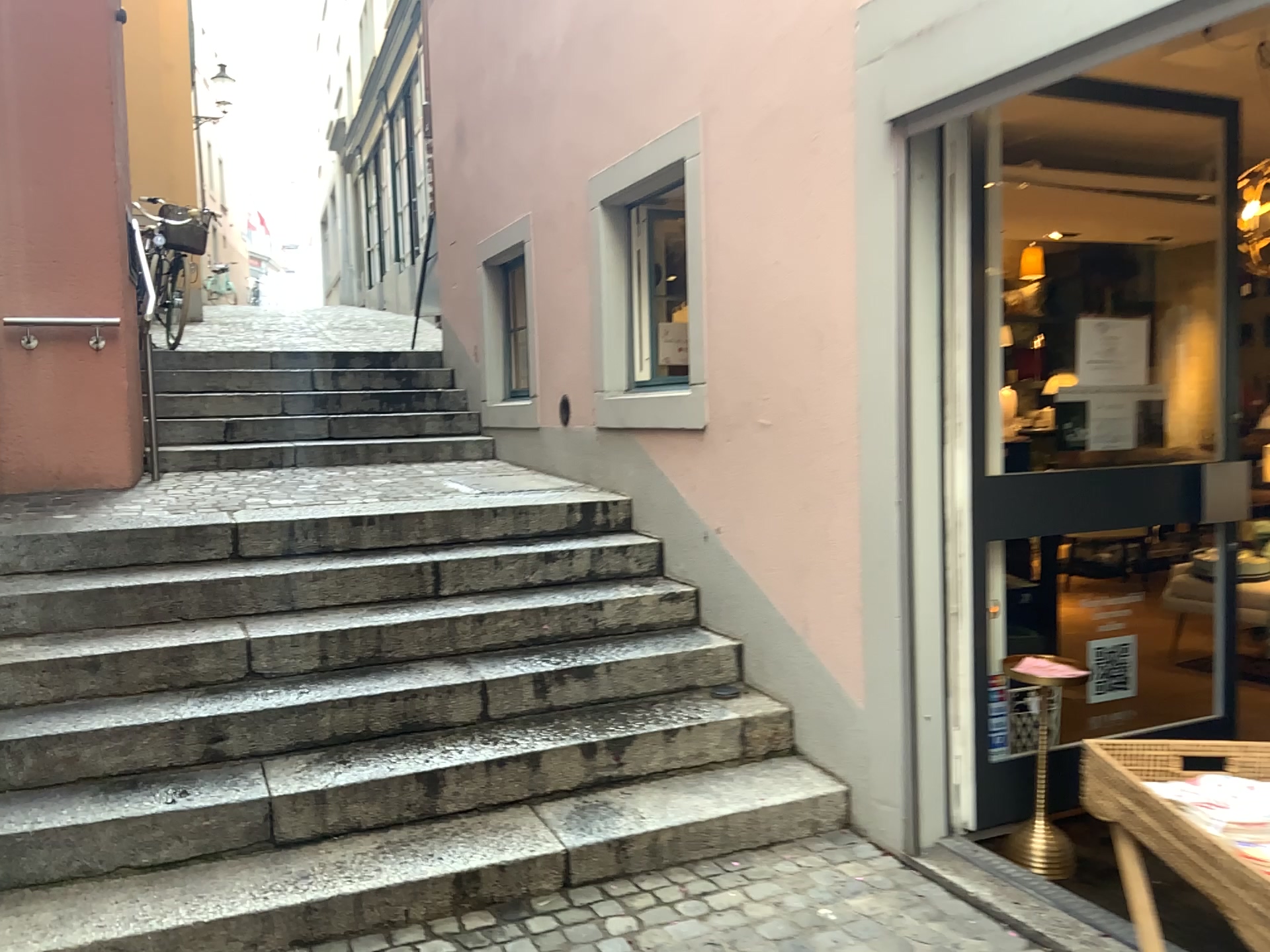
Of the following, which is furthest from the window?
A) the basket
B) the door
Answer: the basket

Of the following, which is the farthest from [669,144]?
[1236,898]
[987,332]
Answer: [1236,898]

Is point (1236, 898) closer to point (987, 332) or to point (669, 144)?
point (987, 332)

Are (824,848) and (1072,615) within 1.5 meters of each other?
yes

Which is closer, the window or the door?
the door

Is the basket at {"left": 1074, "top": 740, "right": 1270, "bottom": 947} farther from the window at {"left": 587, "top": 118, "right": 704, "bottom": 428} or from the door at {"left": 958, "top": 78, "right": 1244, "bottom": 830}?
the window at {"left": 587, "top": 118, "right": 704, "bottom": 428}

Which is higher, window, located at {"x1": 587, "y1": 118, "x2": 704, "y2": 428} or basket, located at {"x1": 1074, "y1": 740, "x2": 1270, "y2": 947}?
window, located at {"x1": 587, "y1": 118, "x2": 704, "y2": 428}

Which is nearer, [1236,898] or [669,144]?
[1236,898]

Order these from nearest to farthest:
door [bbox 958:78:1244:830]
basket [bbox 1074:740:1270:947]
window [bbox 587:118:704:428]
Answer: basket [bbox 1074:740:1270:947], door [bbox 958:78:1244:830], window [bbox 587:118:704:428]
